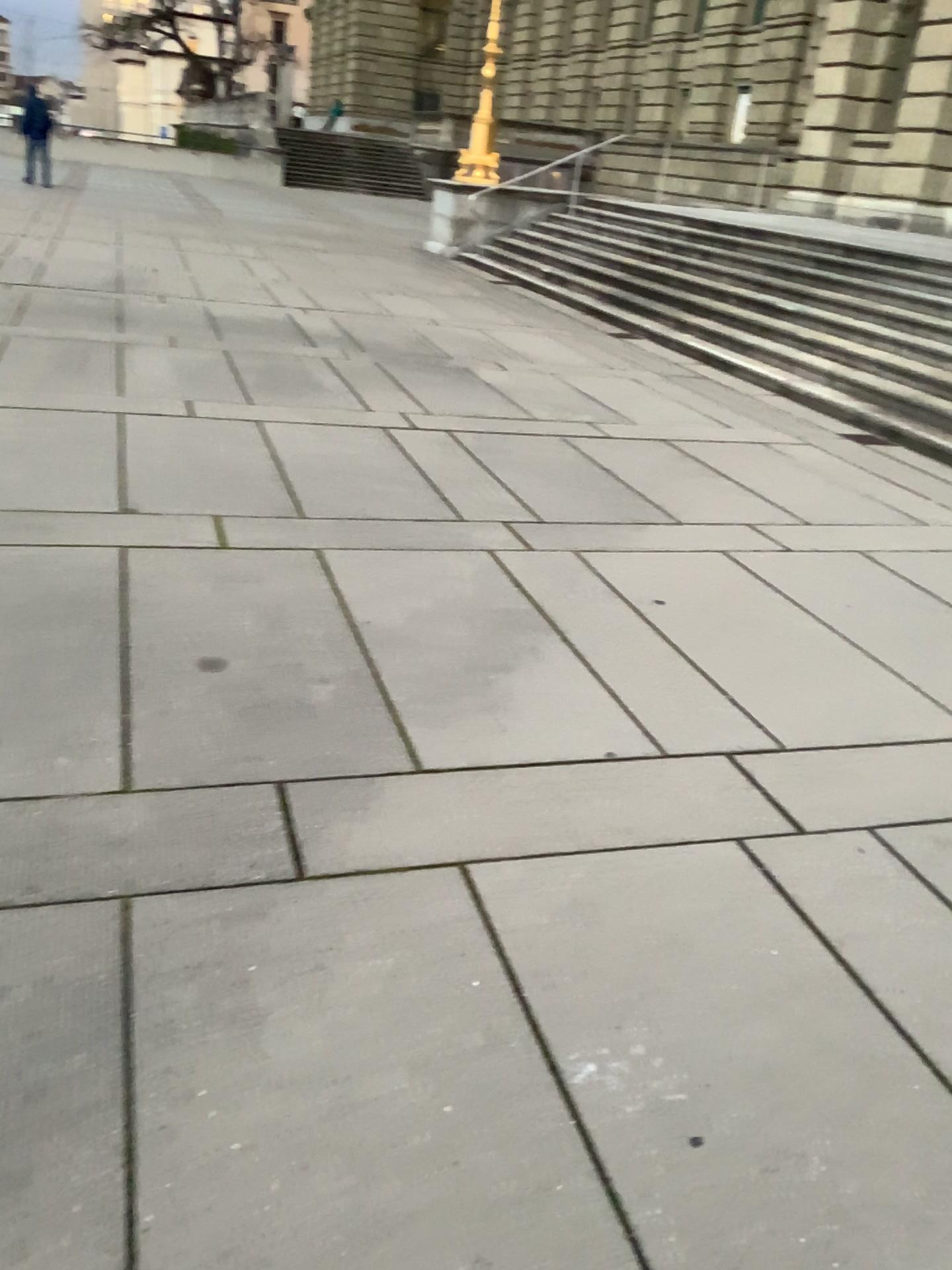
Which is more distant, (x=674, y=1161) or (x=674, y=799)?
(x=674, y=799)
